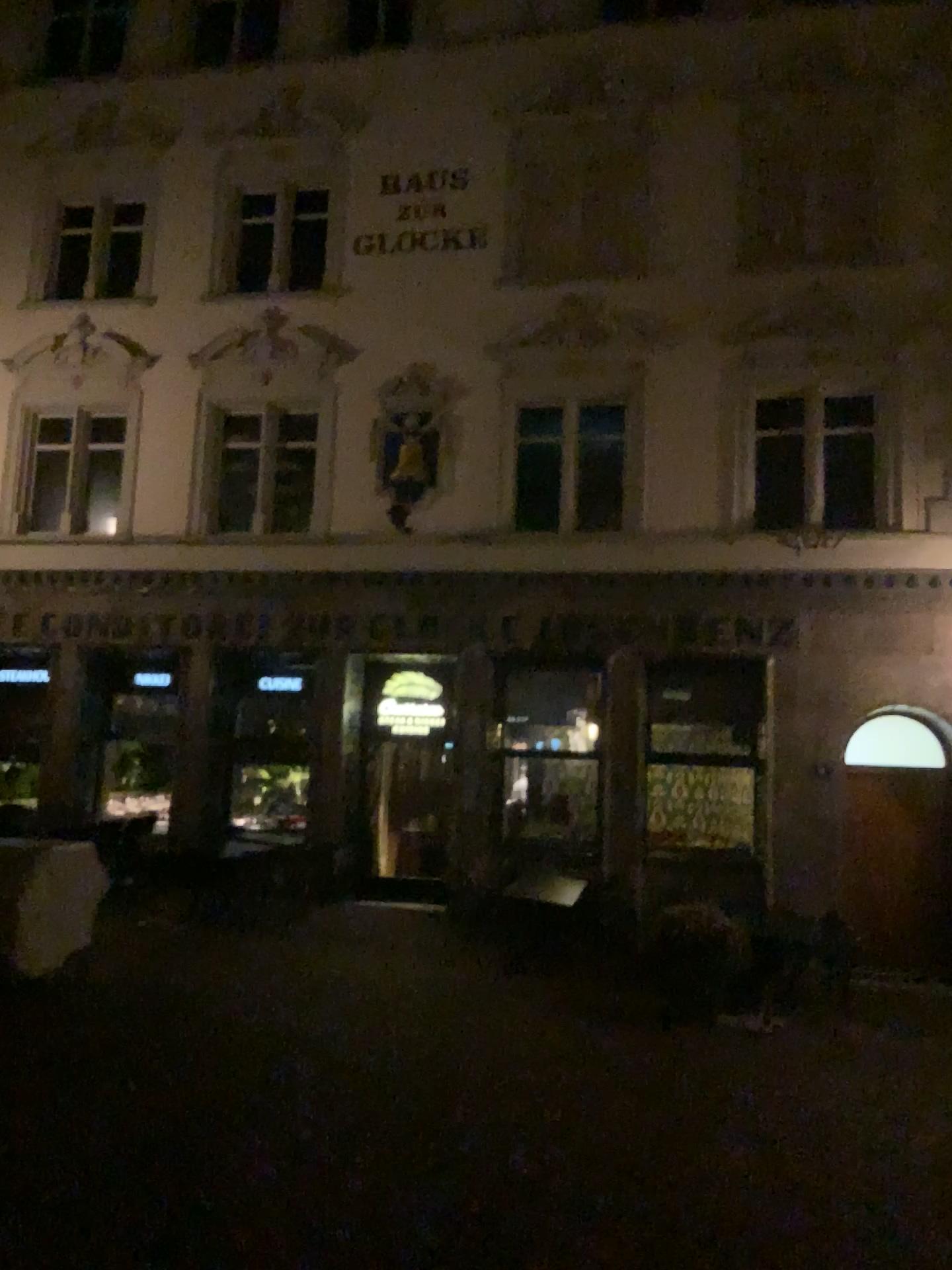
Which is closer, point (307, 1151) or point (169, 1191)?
point (169, 1191)
